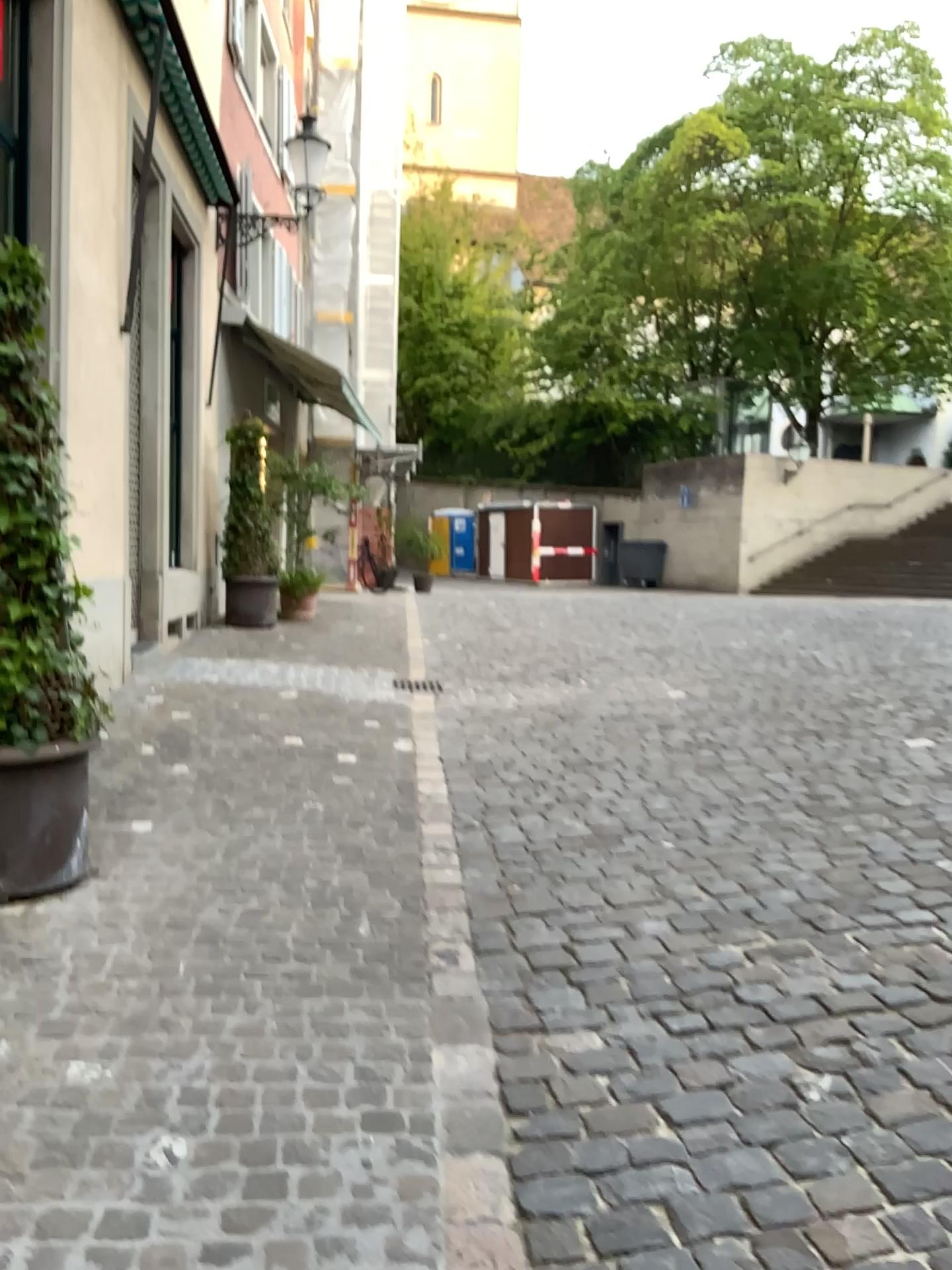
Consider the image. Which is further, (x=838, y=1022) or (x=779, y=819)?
(x=779, y=819)

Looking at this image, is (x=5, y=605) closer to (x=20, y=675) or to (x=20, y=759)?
(x=20, y=675)

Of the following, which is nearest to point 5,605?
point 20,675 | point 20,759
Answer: point 20,675

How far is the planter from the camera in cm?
350

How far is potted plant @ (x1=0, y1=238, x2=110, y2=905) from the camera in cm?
350

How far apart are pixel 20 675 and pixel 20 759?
0.28m
